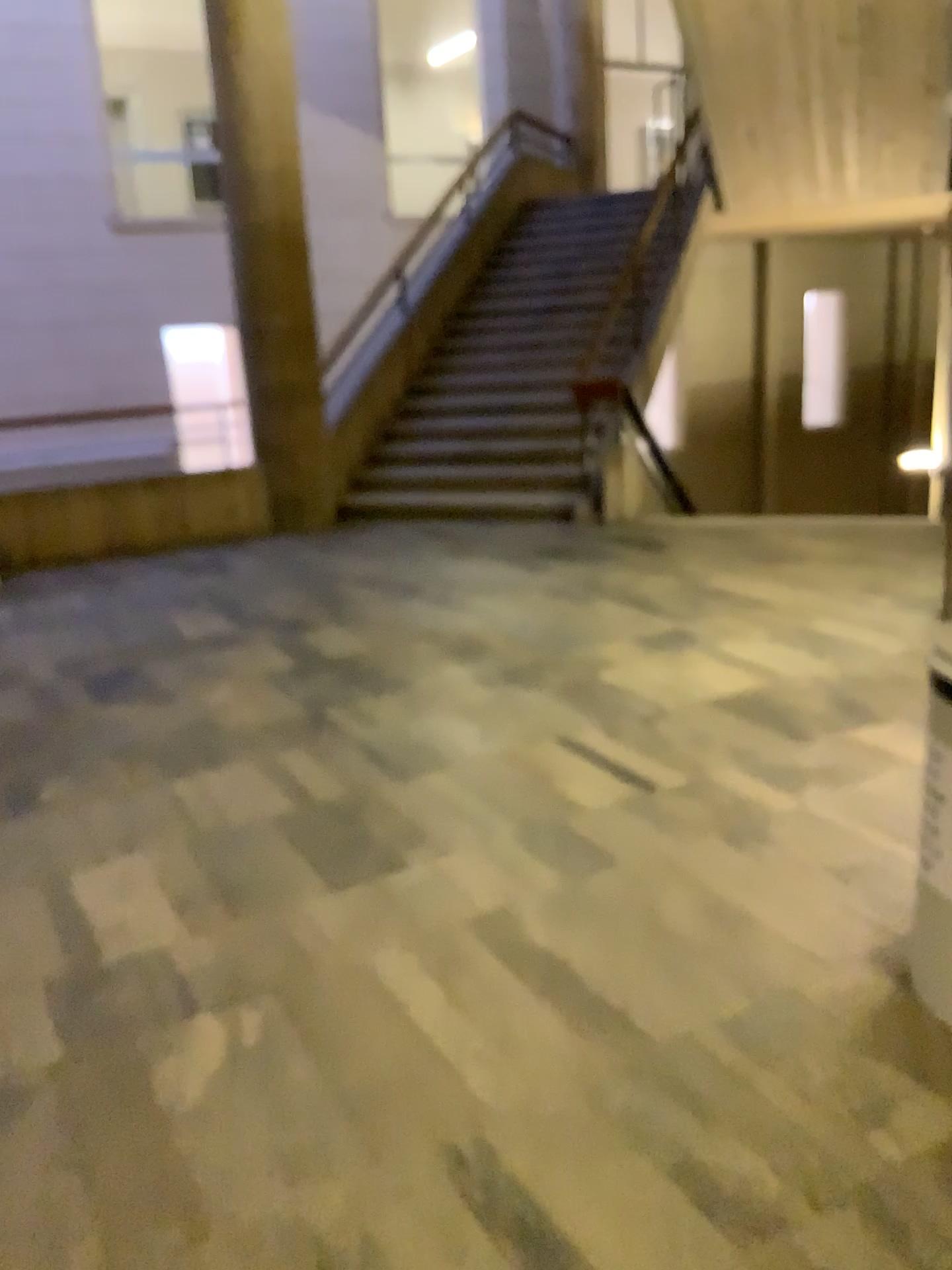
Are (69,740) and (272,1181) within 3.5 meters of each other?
yes
